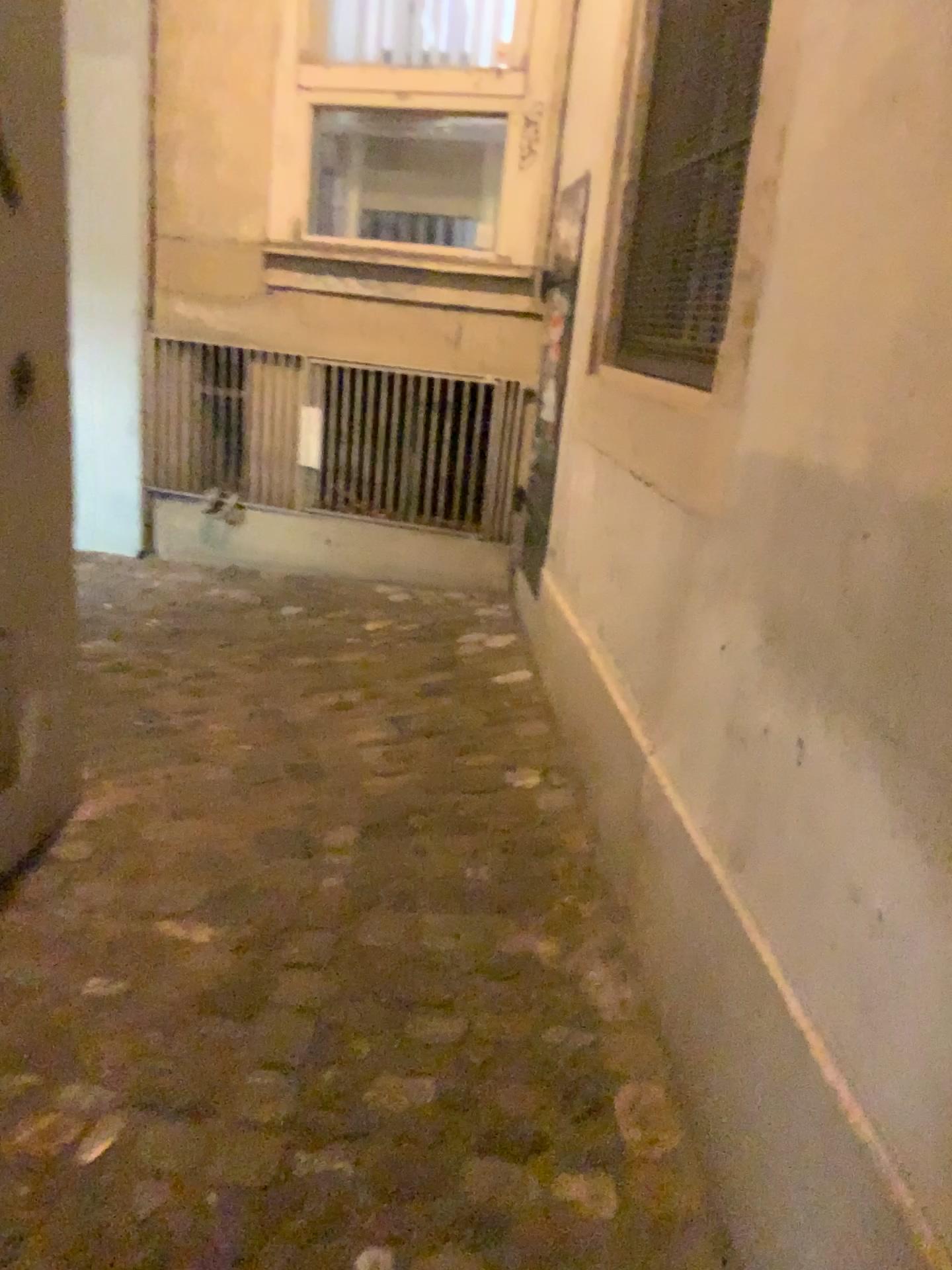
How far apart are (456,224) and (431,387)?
0.6 meters

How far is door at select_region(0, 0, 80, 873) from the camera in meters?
1.8 m

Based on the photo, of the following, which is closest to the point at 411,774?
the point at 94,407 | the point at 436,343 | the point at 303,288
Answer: the point at 436,343

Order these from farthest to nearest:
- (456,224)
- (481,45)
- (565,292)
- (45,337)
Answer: (456,224) < (481,45) < (565,292) < (45,337)

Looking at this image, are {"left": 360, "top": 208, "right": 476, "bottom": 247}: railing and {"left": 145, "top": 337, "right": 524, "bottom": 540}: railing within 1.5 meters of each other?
yes

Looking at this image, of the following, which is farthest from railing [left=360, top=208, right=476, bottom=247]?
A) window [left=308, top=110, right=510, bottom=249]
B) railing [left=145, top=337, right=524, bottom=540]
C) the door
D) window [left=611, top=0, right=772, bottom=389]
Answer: the door

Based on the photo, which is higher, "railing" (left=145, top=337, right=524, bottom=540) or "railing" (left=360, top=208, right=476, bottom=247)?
"railing" (left=360, top=208, right=476, bottom=247)

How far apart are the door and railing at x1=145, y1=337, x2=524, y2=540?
2.05m

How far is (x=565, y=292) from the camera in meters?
3.0

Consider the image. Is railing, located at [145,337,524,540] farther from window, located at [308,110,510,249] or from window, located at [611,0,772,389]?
window, located at [611,0,772,389]
